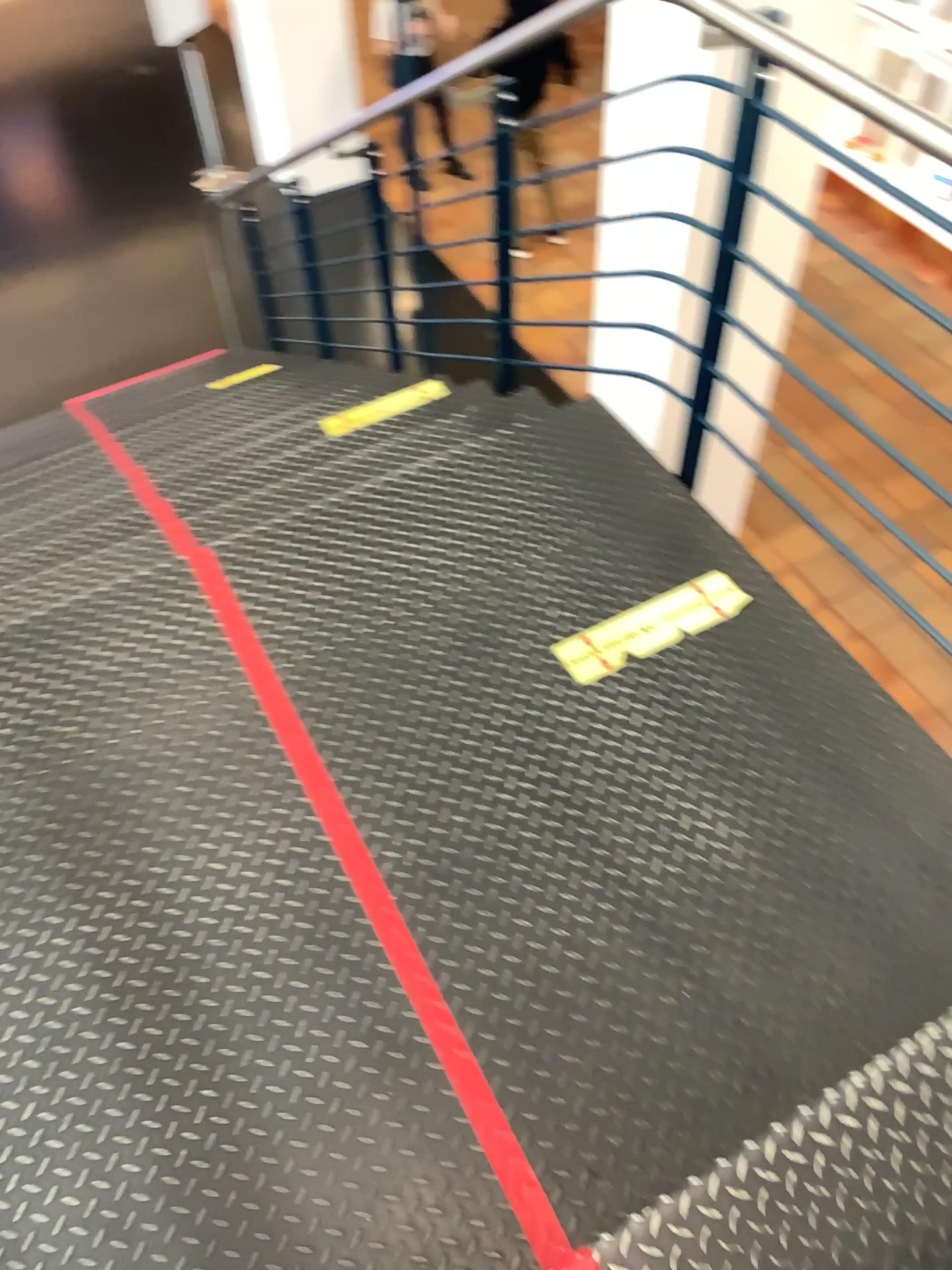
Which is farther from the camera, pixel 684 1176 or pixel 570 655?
pixel 570 655

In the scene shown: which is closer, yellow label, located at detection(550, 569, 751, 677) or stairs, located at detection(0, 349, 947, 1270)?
stairs, located at detection(0, 349, 947, 1270)

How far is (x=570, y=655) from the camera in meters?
2.1

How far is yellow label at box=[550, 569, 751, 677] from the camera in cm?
206

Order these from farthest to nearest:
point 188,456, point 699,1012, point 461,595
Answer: point 188,456 < point 461,595 < point 699,1012
